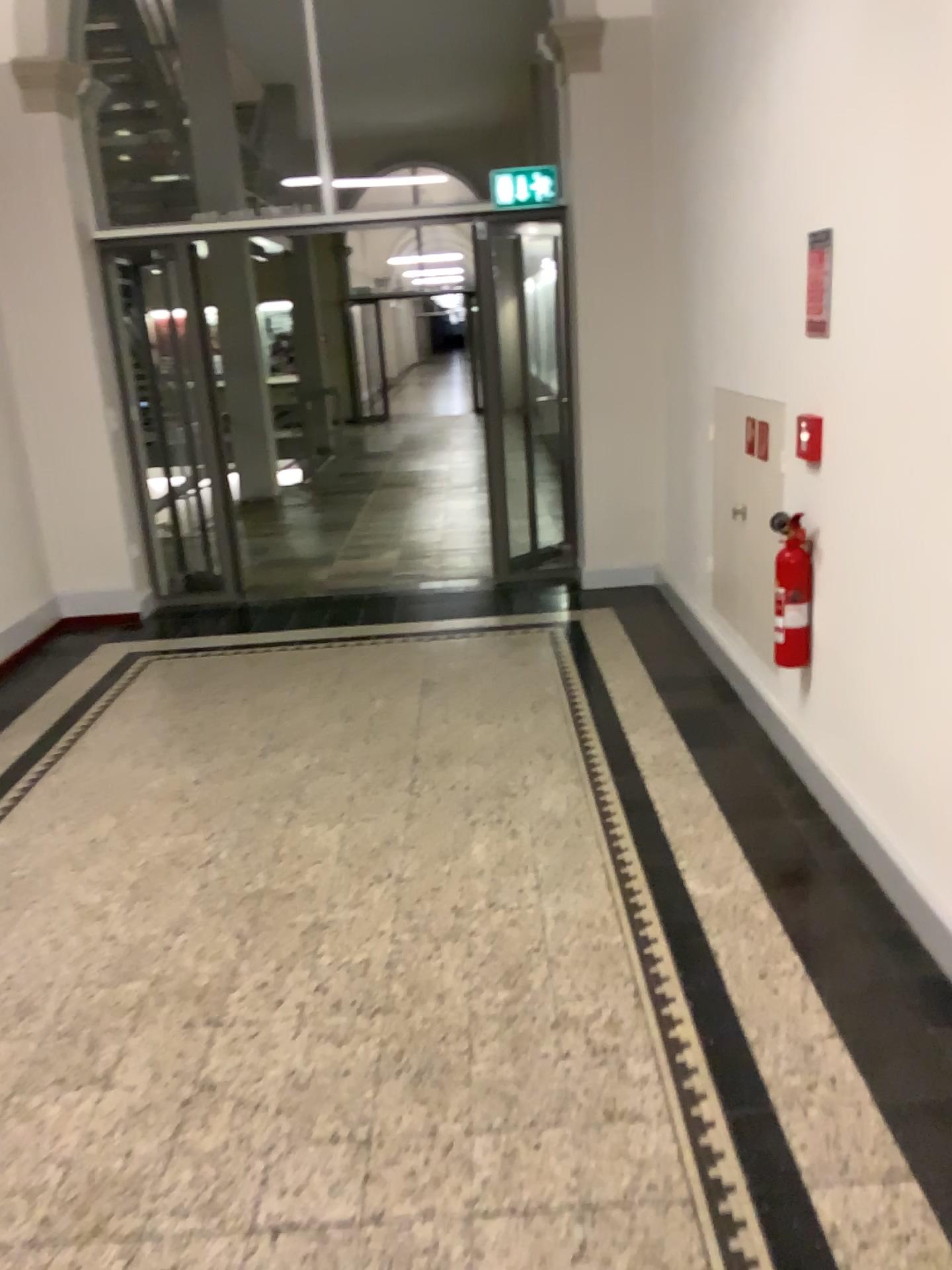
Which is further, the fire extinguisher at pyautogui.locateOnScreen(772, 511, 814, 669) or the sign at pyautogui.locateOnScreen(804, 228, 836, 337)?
the fire extinguisher at pyautogui.locateOnScreen(772, 511, 814, 669)

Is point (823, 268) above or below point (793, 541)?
above

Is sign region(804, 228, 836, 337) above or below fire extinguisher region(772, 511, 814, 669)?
above

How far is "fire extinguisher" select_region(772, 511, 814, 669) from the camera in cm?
320

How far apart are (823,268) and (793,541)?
0.79m

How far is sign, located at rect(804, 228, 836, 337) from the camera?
3.0m

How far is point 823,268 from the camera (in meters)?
2.95

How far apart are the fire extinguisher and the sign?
0.6 meters

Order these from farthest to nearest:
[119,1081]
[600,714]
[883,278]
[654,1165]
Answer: [600,714] → [883,278] → [119,1081] → [654,1165]
